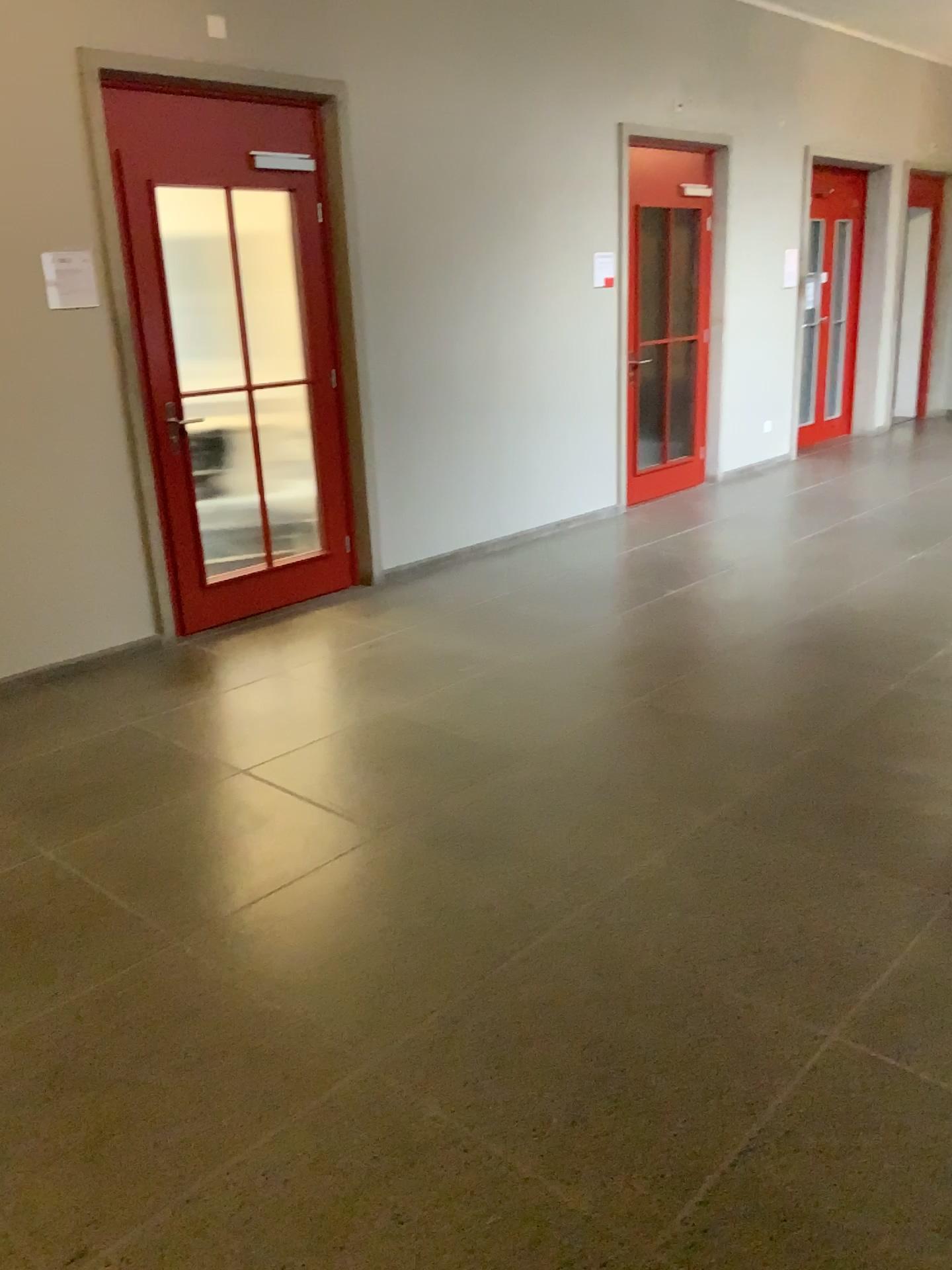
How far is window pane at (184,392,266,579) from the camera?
4.8 meters

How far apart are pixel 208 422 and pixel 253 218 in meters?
1.0

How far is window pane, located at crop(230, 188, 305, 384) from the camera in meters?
4.8 m

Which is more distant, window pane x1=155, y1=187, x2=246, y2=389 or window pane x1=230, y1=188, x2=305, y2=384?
window pane x1=230, y1=188, x2=305, y2=384

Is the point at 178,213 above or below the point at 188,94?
below

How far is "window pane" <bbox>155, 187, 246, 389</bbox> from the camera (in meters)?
4.57

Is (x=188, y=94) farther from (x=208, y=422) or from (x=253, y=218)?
(x=208, y=422)

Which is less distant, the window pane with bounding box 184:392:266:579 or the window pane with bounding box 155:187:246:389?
the window pane with bounding box 155:187:246:389

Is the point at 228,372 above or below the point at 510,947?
above
